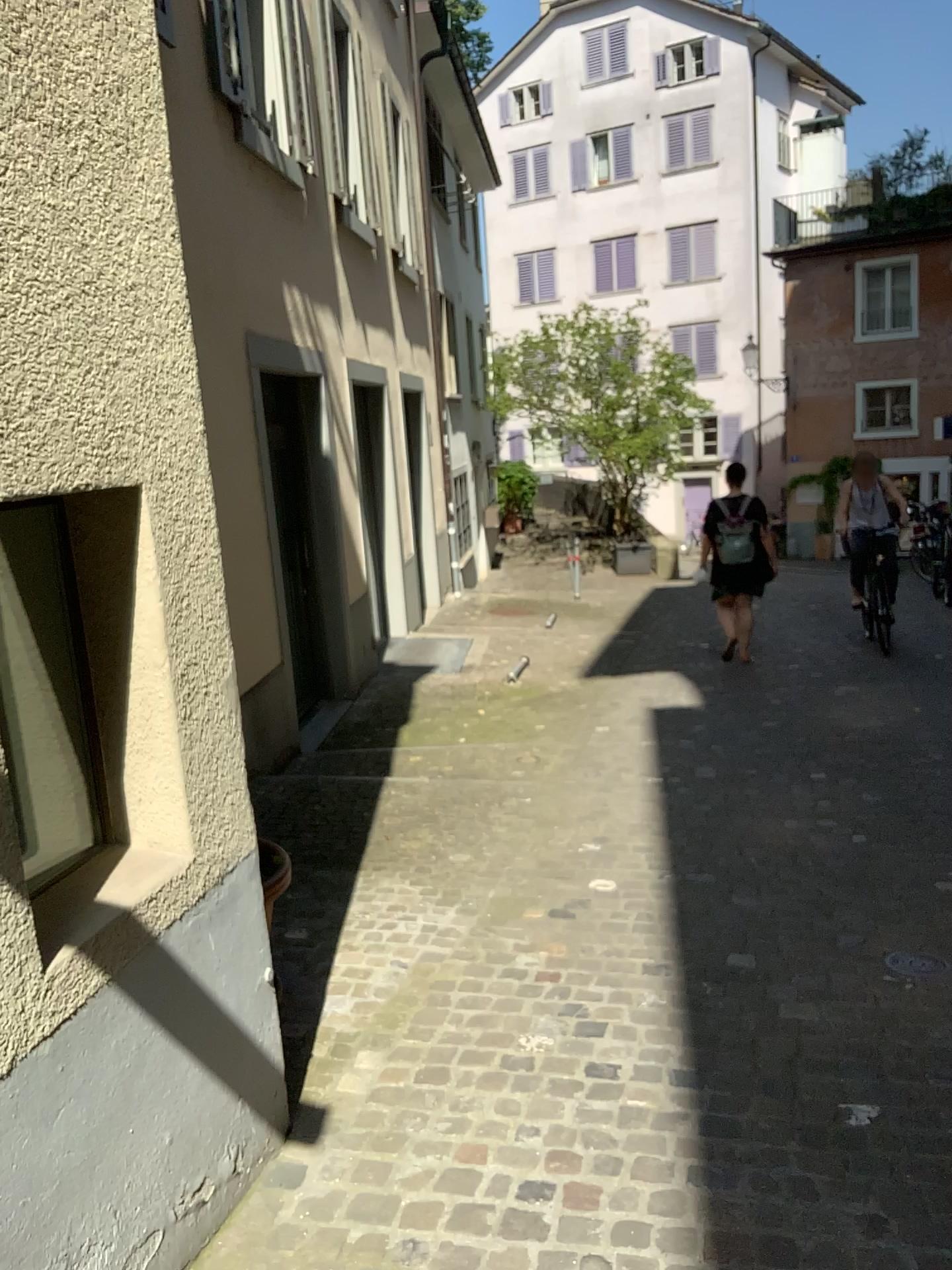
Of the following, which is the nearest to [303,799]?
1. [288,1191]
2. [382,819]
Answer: [382,819]
